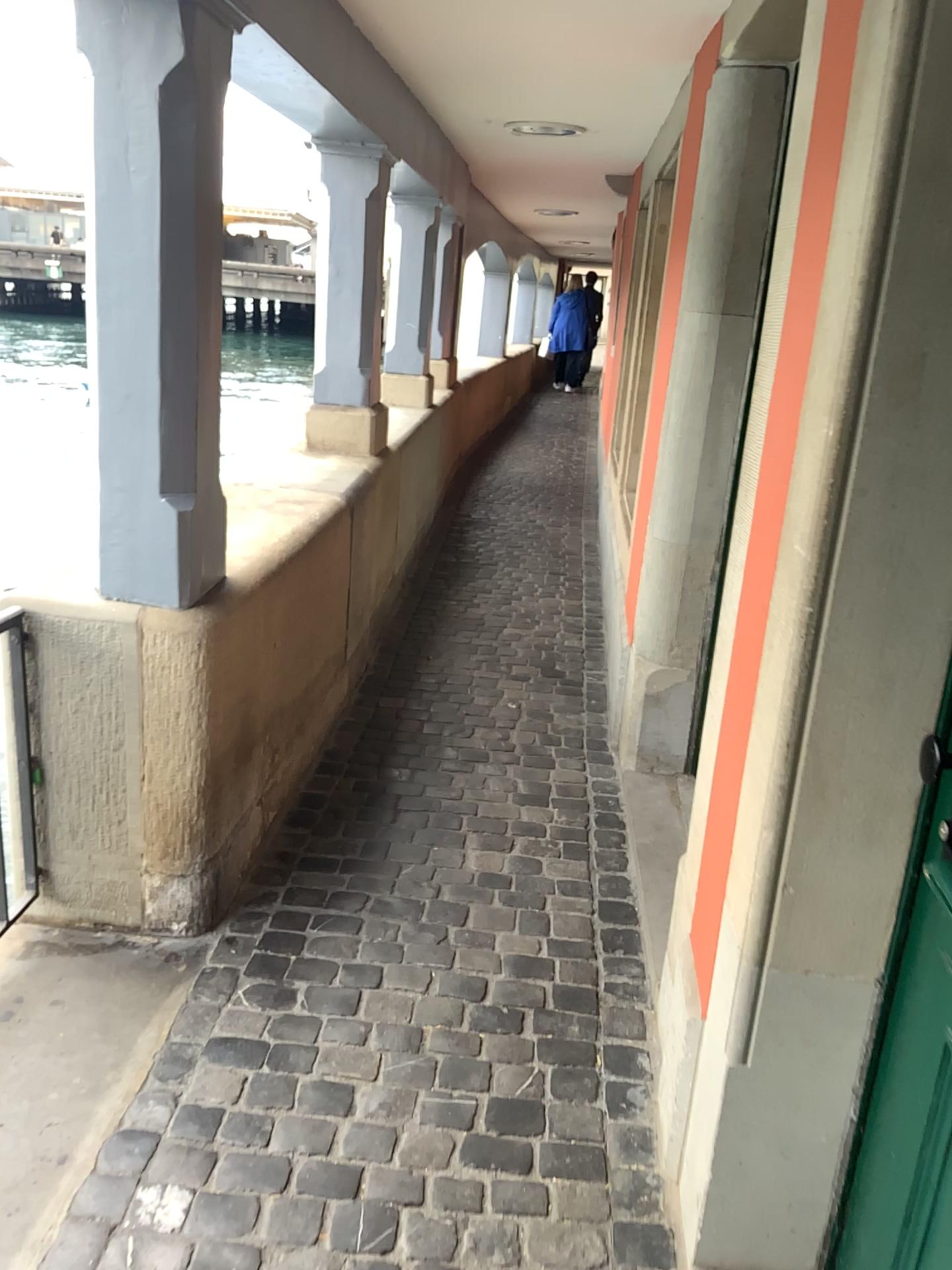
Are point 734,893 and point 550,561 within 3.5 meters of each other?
no

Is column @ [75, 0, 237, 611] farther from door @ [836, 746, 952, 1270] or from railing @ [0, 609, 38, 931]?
door @ [836, 746, 952, 1270]

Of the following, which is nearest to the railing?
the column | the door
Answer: the column

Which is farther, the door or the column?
the column

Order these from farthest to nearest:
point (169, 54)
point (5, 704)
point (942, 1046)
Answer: point (5, 704), point (169, 54), point (942, 1046)

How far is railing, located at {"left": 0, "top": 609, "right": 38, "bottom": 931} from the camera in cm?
220

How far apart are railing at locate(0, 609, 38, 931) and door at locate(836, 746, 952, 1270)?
1.7m

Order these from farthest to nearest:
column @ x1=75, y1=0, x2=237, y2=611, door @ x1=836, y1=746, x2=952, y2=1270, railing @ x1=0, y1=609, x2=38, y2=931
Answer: railing @ x1=0, y1=609, x2=38, y2=931 → column @ x1=75, y1=0, x2=237, y2=611 → door @ x1=836, y1=746, x2=952, y2=1270

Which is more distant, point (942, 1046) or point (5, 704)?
point (5, 704)

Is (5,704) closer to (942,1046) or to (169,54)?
(169,54)
